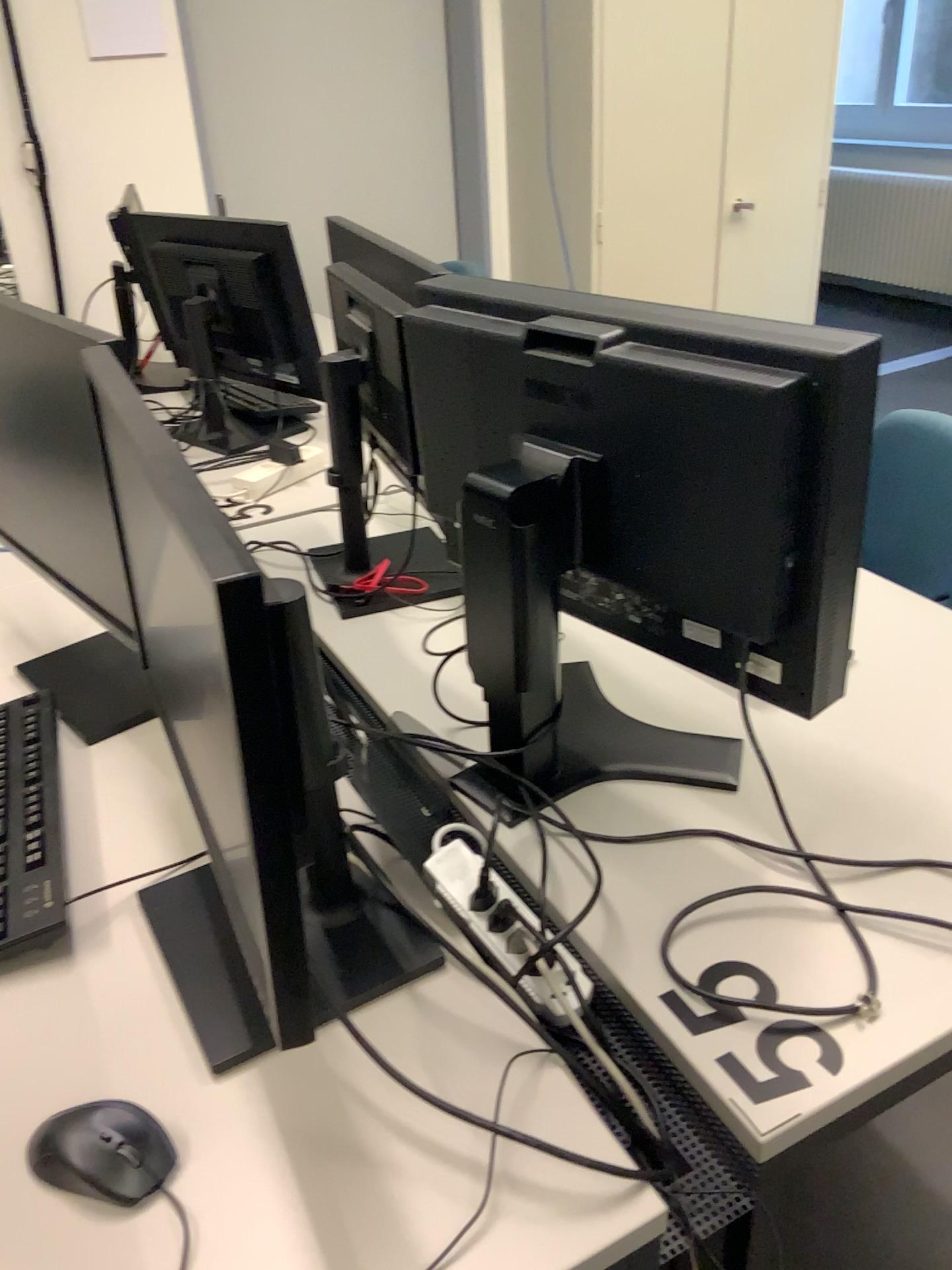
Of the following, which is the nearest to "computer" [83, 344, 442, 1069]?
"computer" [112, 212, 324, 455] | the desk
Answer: the desk

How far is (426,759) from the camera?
1.28m

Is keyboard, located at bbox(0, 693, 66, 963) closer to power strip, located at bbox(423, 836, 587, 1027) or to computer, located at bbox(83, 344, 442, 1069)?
computer, located at bbox(83, 344, 442, 1069)

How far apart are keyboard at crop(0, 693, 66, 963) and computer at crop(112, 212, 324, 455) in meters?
0.9 m

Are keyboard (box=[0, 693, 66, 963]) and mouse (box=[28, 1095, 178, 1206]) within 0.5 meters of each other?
yes

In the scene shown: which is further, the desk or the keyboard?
the keyboard

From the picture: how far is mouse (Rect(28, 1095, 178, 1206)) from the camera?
0.8m

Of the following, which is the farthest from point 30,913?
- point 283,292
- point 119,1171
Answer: point 283,292

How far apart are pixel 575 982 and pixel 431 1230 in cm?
28

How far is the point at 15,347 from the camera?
1.3 meters
